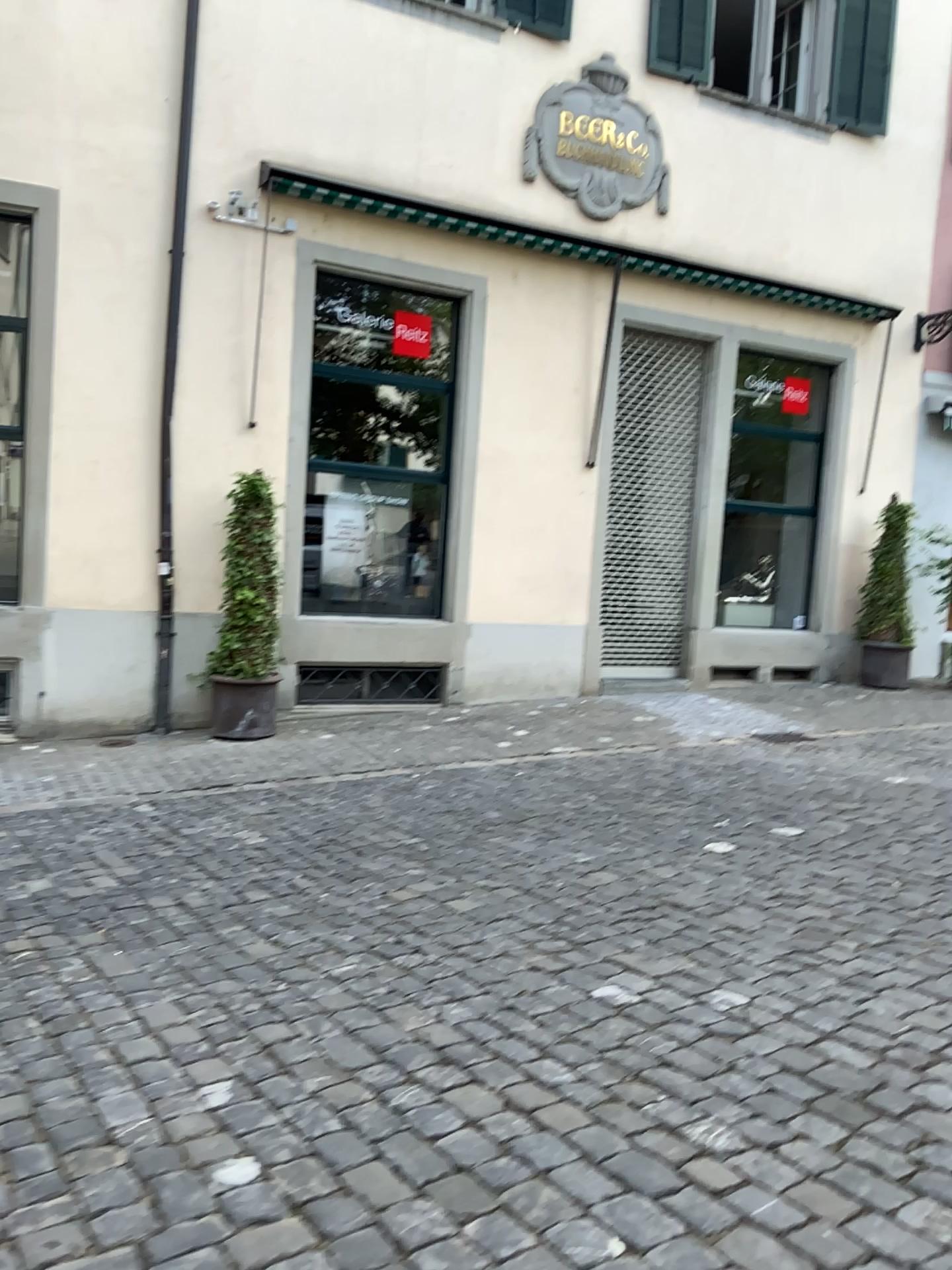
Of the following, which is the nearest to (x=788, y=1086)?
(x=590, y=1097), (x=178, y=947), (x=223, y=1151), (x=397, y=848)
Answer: (x=590, y=1097)
